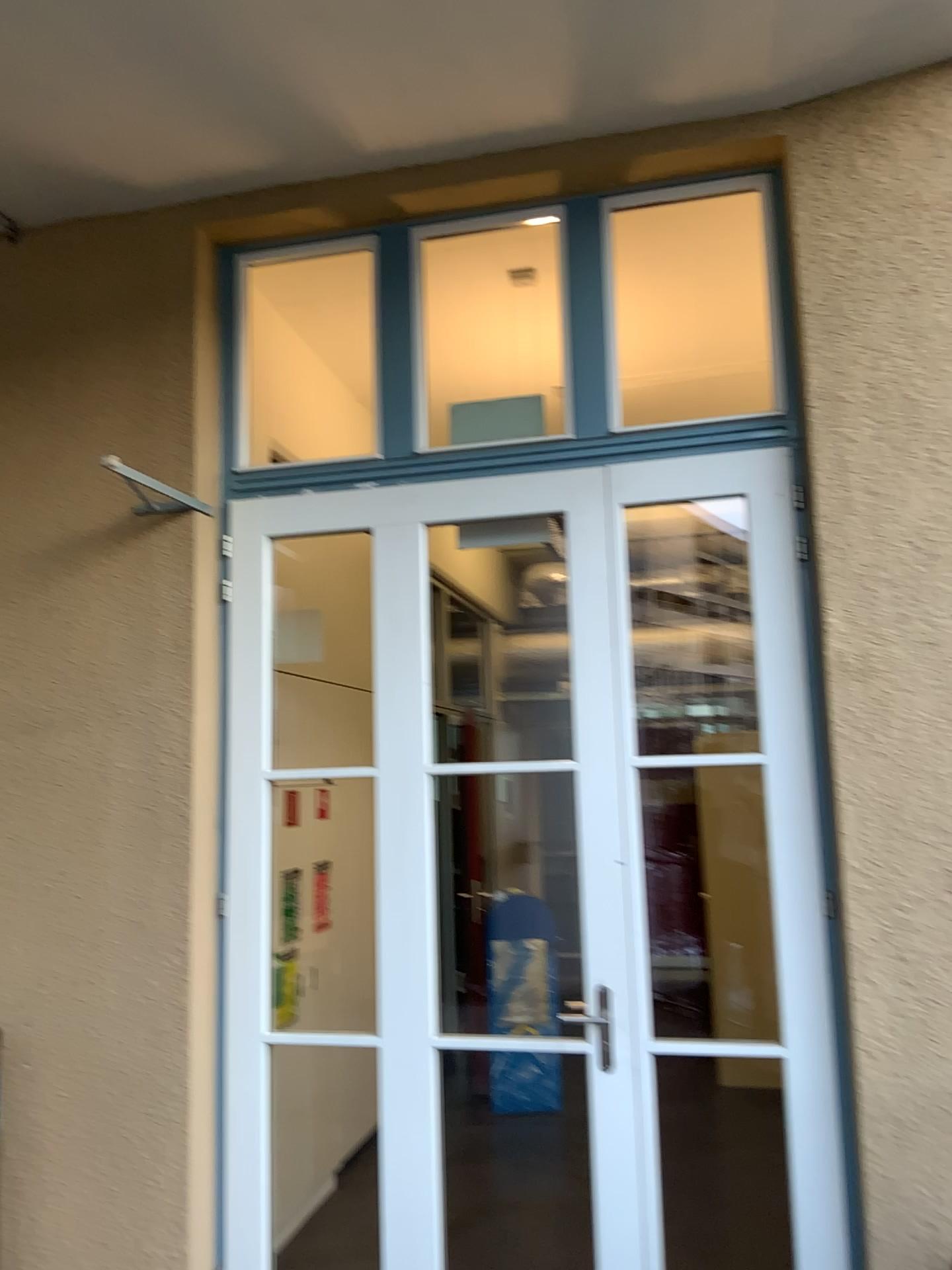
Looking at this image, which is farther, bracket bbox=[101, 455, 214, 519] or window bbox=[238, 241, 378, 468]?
window bbox=[238, 241, 378, 468]

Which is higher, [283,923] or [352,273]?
[352,273]

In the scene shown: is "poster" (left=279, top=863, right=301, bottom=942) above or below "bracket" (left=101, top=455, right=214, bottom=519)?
below

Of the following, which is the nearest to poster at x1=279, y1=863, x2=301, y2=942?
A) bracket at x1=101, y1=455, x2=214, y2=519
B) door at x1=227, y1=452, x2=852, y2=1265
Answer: door at x1=227, y1=452, x2=852, y2=1265

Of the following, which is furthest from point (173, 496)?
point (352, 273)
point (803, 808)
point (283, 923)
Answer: point (803, 808)

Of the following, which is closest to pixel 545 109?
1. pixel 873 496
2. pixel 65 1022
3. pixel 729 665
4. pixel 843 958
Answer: pixel 873 496

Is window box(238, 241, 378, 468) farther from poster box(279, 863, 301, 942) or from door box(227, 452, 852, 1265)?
poster box(279, 863, 301, 942)

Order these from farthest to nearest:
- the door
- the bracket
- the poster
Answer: the poster < the bracket < the door

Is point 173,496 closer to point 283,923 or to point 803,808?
point 283,923
